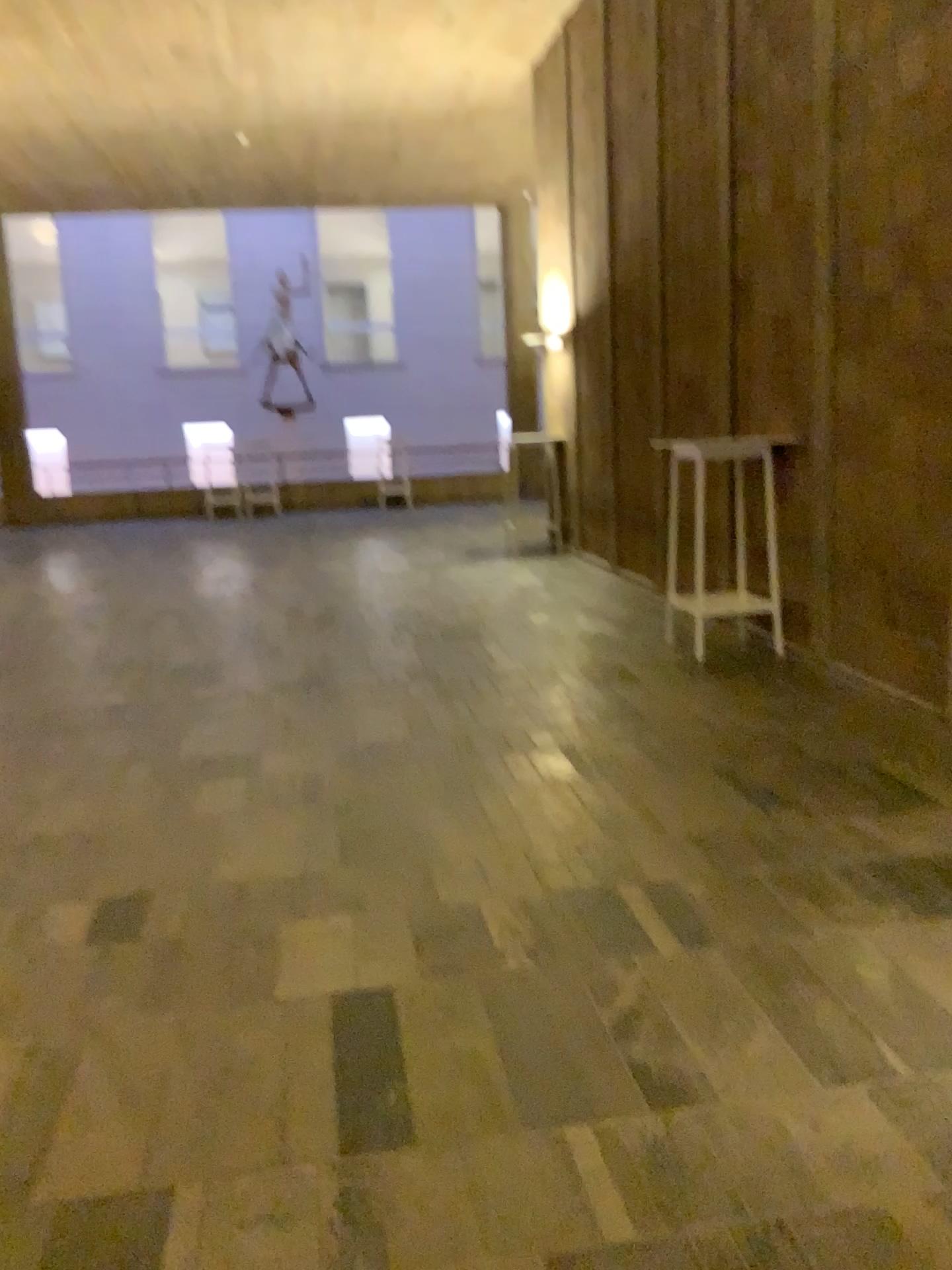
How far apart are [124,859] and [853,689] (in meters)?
3.39
